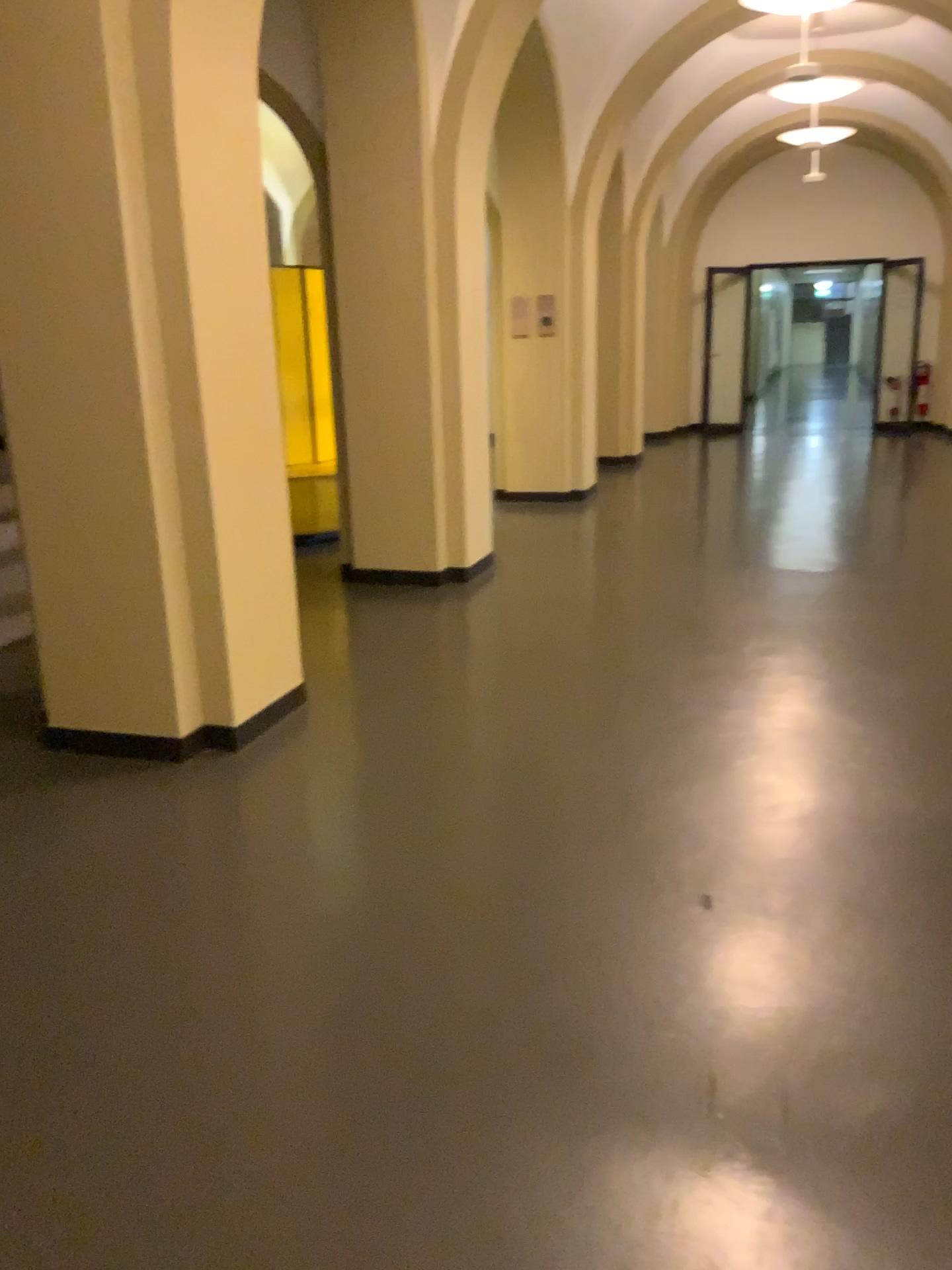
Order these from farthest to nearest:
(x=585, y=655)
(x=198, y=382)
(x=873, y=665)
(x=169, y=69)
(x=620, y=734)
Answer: (x=585, y=655)
(x=873, y=665)
(x=620, y=734)
(x=198, y=382)
(x=169, y=69)
